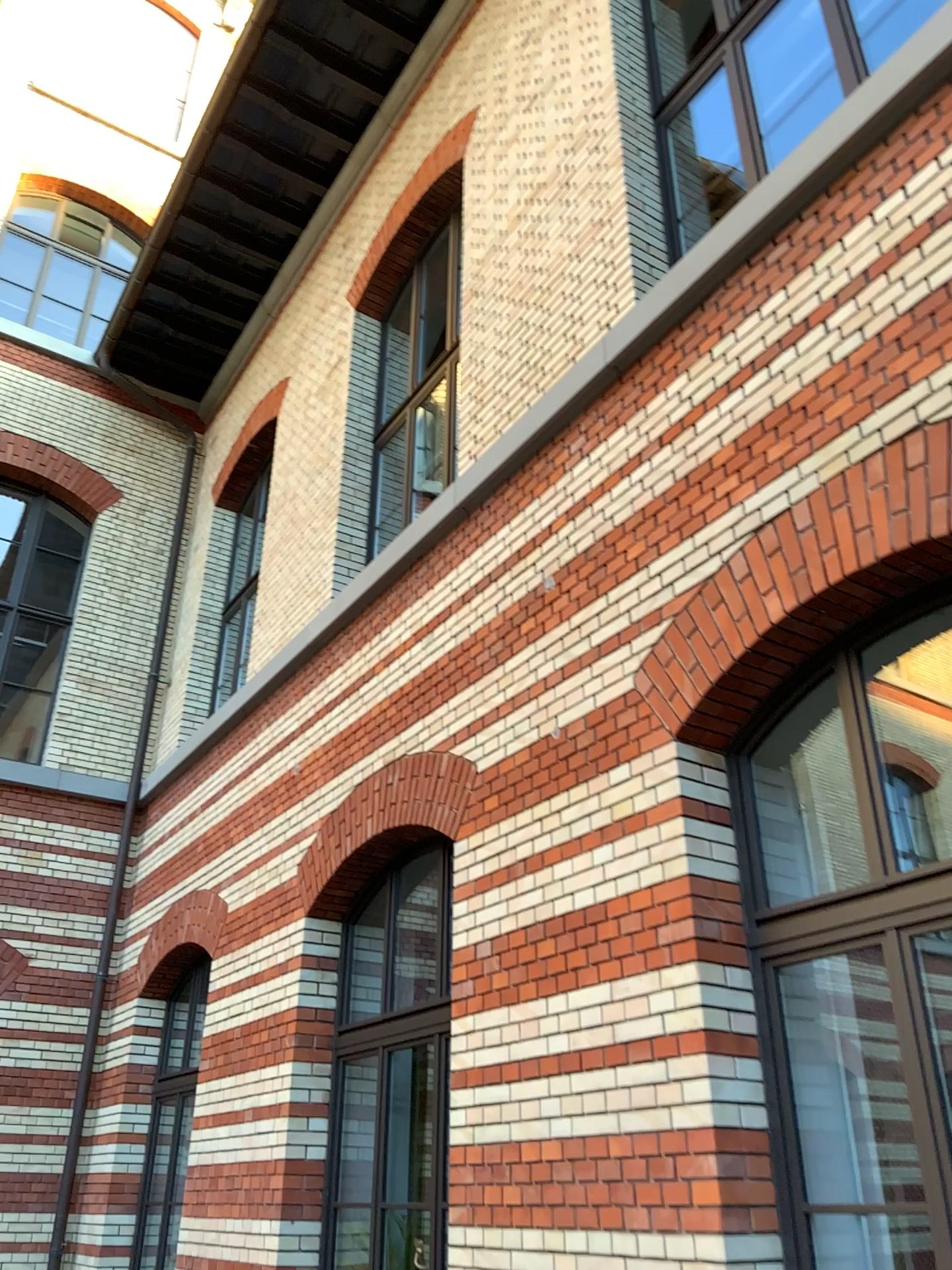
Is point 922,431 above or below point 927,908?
above

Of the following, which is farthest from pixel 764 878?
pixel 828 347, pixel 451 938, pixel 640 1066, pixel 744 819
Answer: pixel 828 347
